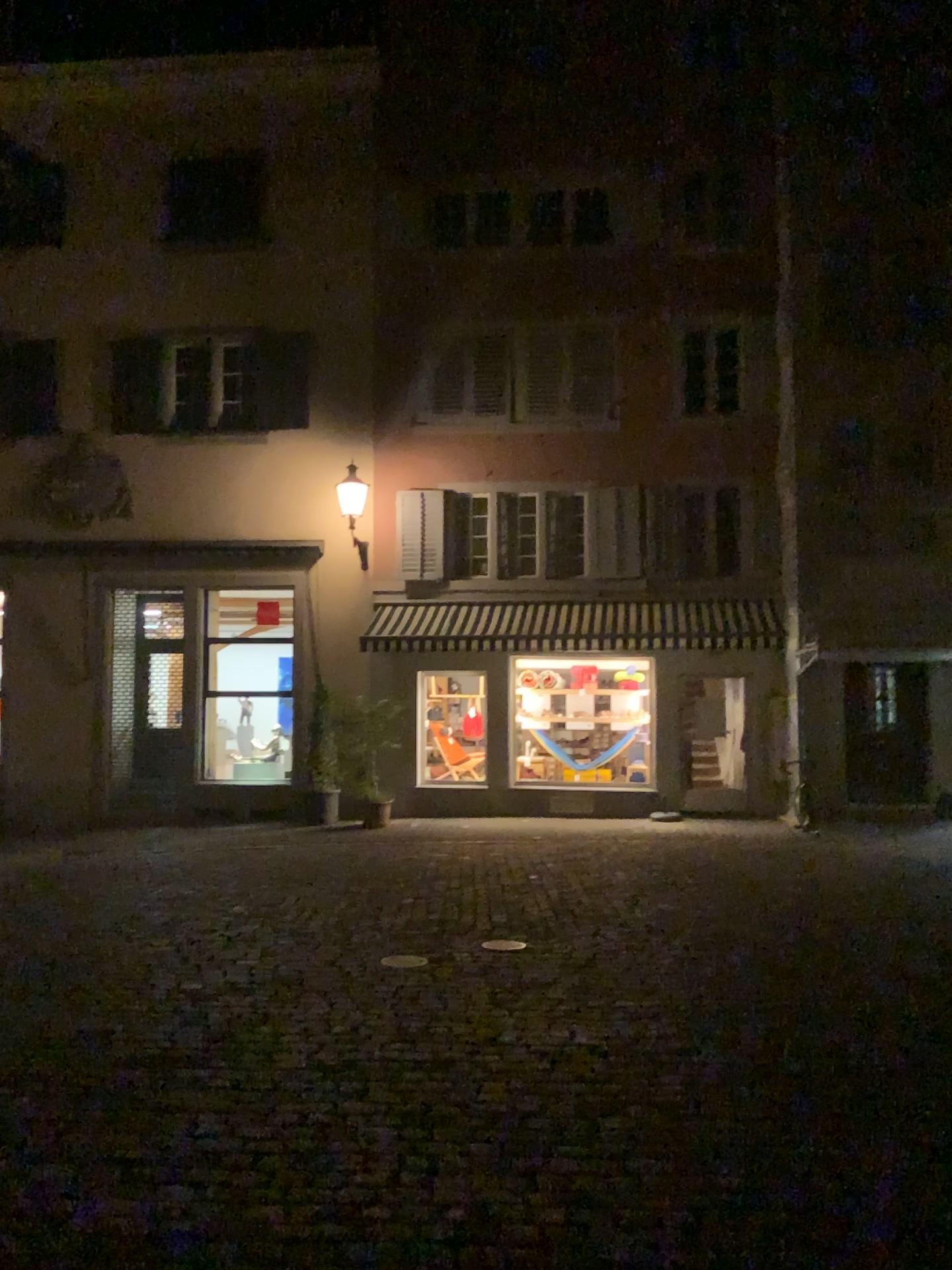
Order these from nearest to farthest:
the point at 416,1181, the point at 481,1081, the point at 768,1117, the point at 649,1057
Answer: the point at 416,1181
the point at 768,1117
the point at 481,1081
the point at 649,1057
